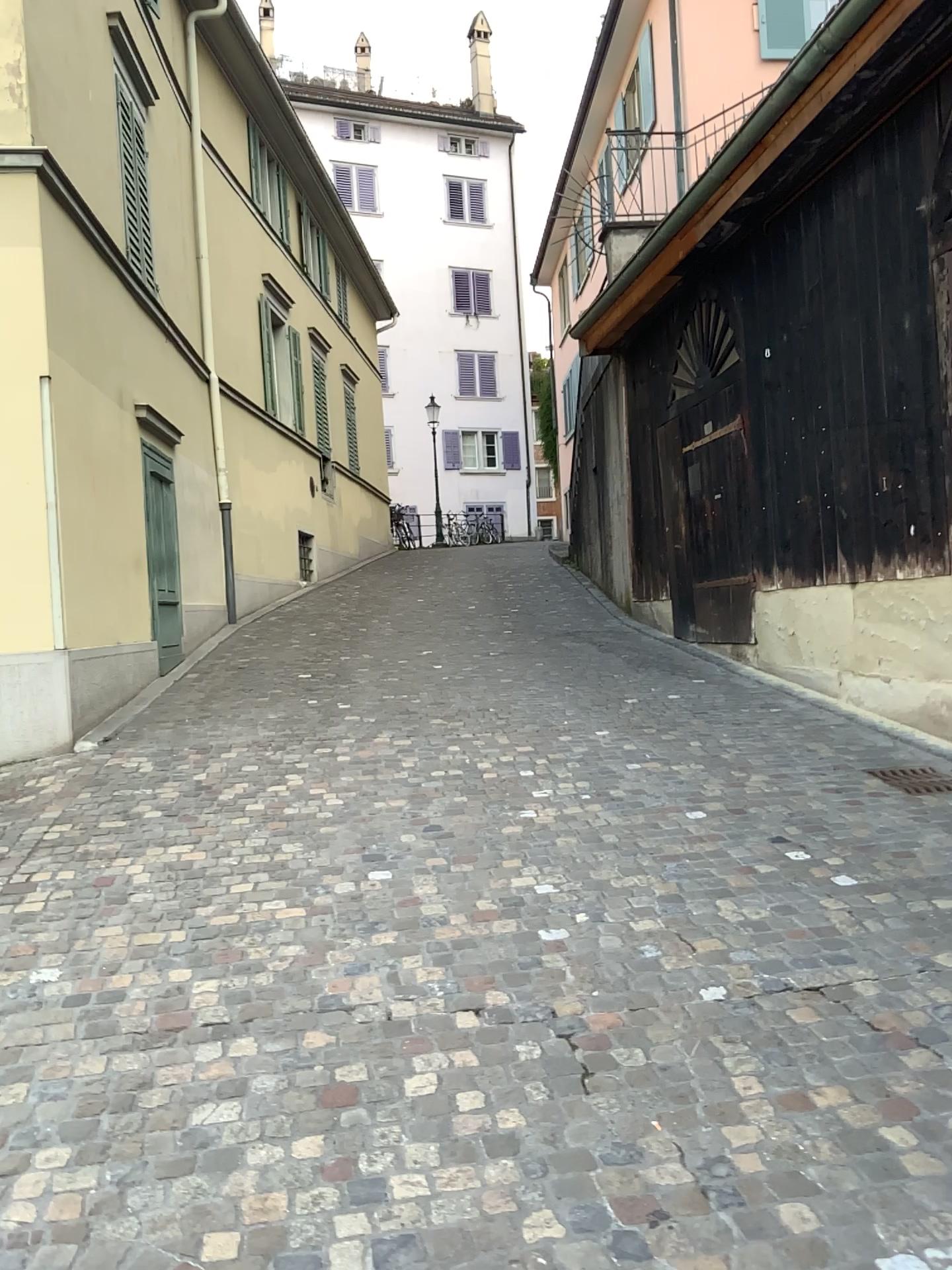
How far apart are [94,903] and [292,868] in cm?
77
